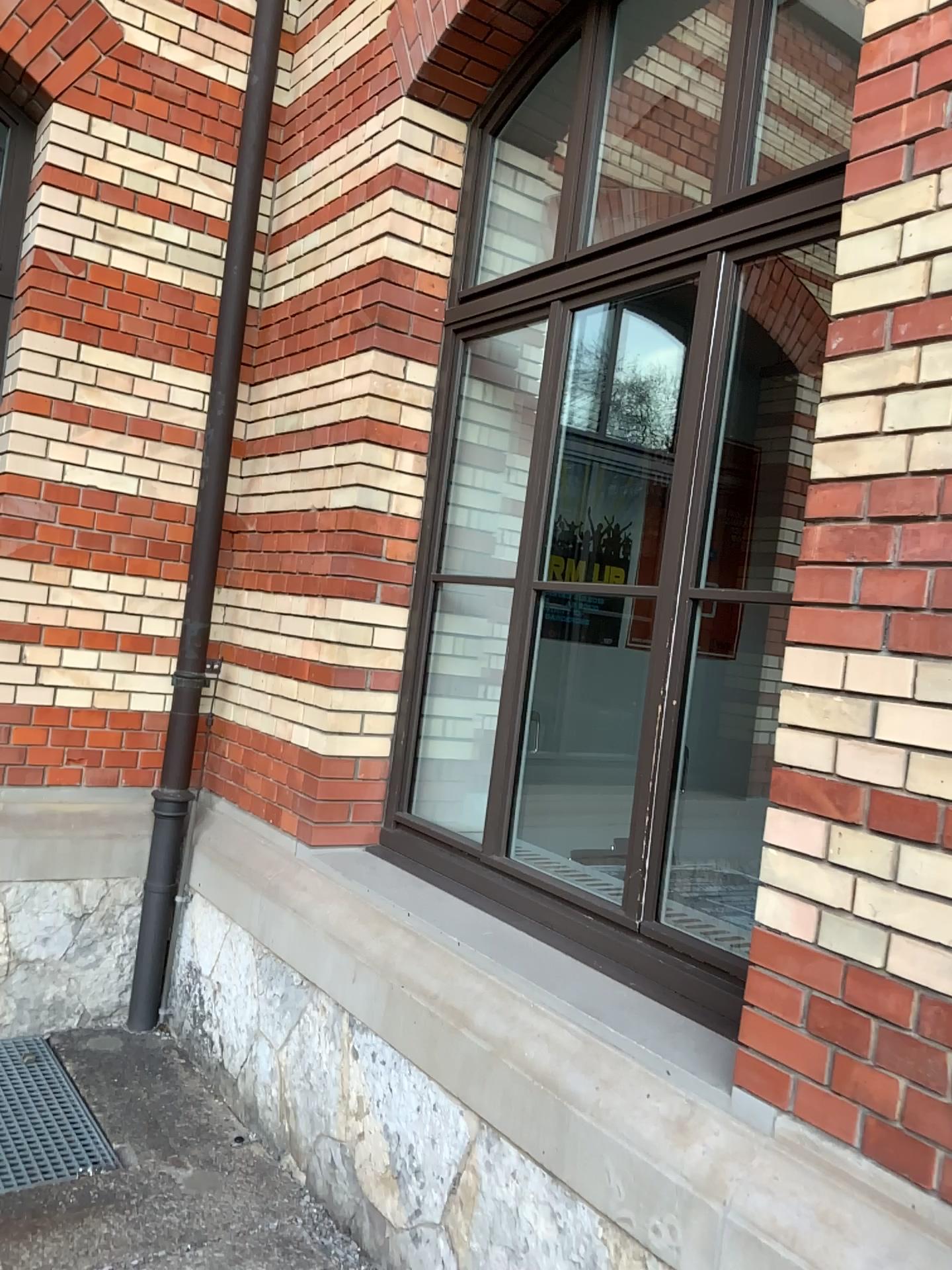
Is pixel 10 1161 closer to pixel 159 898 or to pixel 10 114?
pixel 159 898

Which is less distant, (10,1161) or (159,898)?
(10,1161)

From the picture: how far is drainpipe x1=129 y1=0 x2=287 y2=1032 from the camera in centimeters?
372cm

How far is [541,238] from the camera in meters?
3.6 m

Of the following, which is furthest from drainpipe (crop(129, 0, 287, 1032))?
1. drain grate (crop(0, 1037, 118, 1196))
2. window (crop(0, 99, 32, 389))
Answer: window (crop(0, 99, 32, 389))

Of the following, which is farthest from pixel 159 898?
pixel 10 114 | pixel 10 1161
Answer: pixel 10 114

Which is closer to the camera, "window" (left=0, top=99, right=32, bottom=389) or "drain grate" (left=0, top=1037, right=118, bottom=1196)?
"drain grate" (left=0, top=1037, right=118, bottom=1196)

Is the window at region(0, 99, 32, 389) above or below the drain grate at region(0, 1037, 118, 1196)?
above

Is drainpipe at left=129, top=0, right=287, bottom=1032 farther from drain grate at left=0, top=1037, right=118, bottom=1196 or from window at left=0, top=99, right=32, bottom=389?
window at left=0, top=99, right=32, bottom=389
